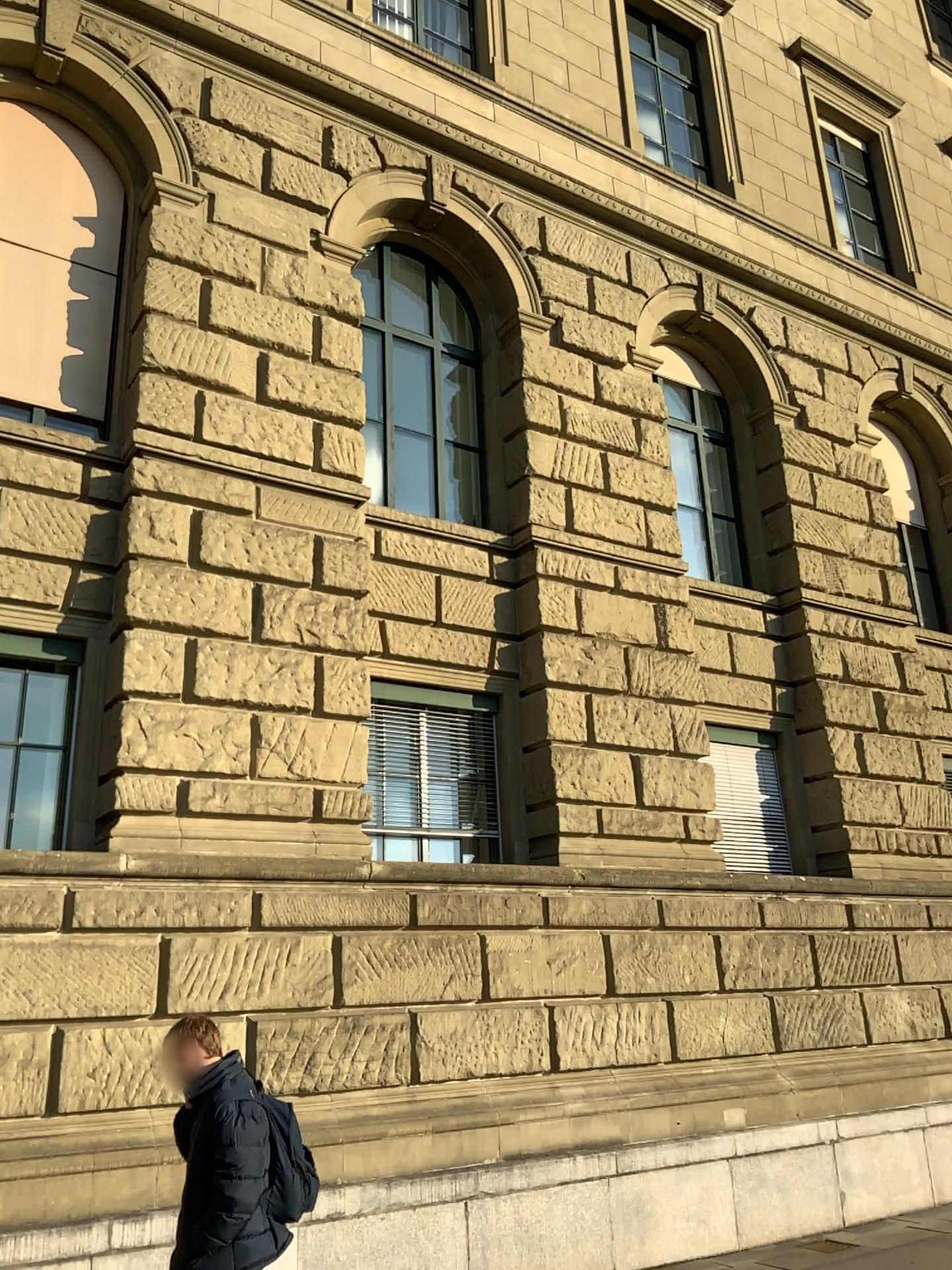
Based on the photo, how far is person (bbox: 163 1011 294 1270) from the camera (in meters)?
3.98

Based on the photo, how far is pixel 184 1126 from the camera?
4.16m

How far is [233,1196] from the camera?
4.0 meters
